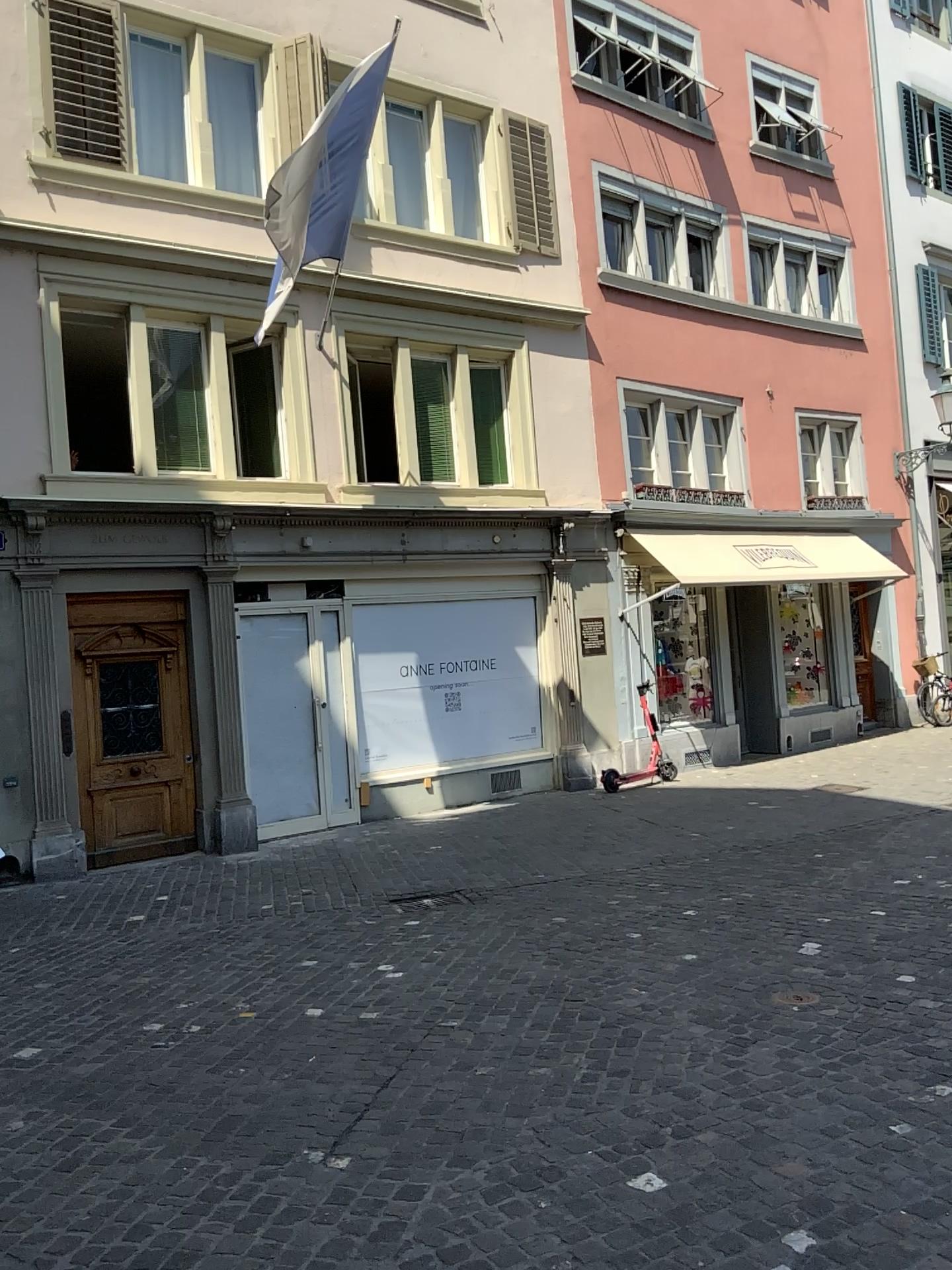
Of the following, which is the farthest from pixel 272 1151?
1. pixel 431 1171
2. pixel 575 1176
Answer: pixel 575 1176
